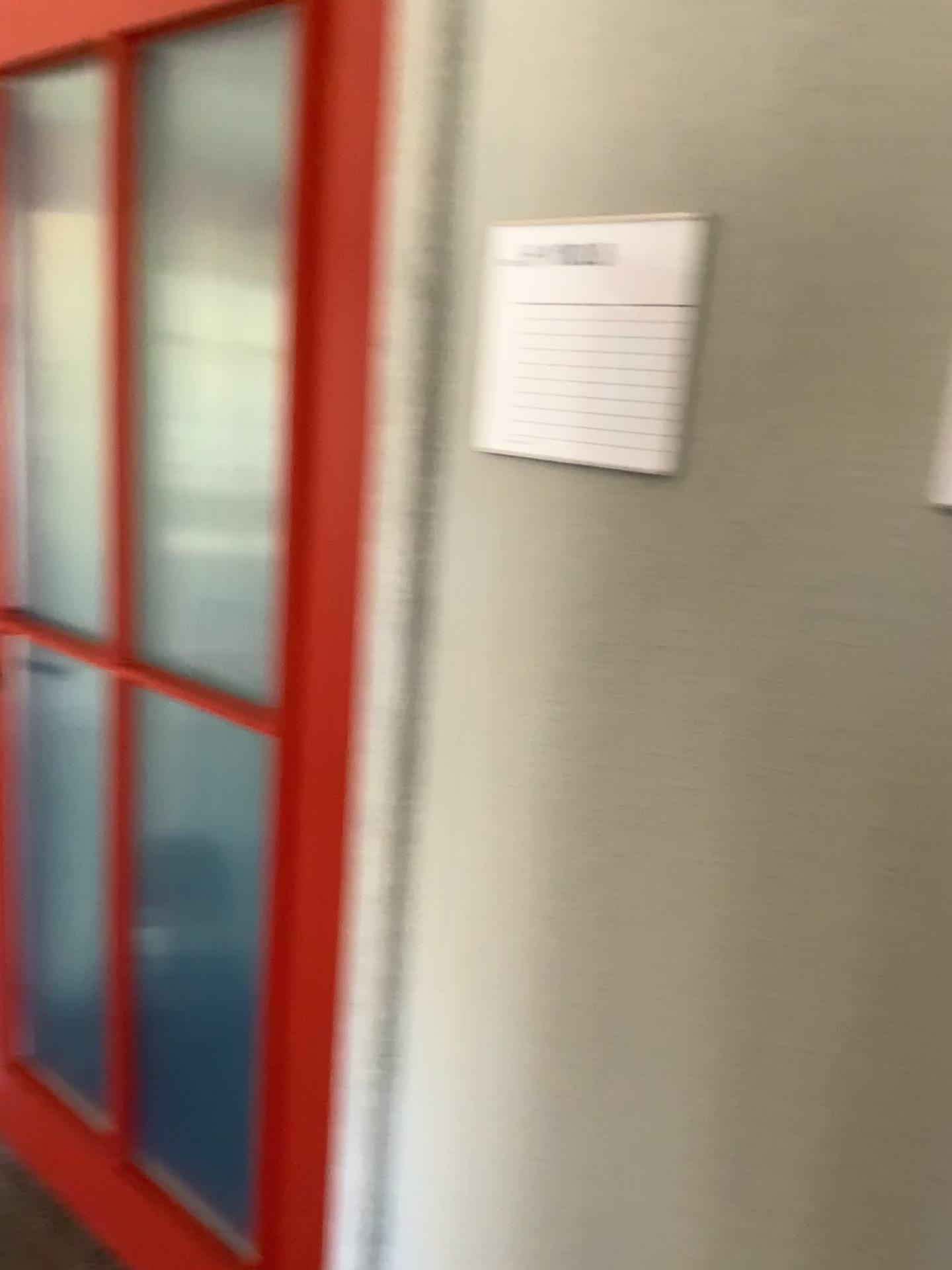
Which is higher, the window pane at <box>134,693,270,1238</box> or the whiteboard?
the whiteboard

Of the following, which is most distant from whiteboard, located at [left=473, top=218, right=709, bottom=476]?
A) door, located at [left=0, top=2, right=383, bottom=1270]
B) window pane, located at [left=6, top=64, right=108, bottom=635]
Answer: window pane, located at [left=6, top=64, right=108, bottom=635]

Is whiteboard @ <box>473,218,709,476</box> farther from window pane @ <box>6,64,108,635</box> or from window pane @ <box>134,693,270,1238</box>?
window pane @ <box>6,64,108,635</box>

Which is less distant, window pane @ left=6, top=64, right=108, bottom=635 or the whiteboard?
the whiteboard

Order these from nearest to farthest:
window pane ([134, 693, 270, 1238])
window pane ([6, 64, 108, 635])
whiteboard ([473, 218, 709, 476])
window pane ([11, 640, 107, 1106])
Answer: whiteboard ([473, 218, 709, 476]), window pane ([134, 693, 270, 1238]), window pane ([6, 64, 108, 635]), window pane ([11, 640, 107, 1106])

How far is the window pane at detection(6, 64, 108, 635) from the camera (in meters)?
1.87

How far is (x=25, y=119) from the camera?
1.9m

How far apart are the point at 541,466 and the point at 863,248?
0.3 meters

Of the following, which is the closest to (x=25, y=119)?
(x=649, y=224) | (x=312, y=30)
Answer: (x=312, y=30)

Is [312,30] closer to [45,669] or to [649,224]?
[649,224]
